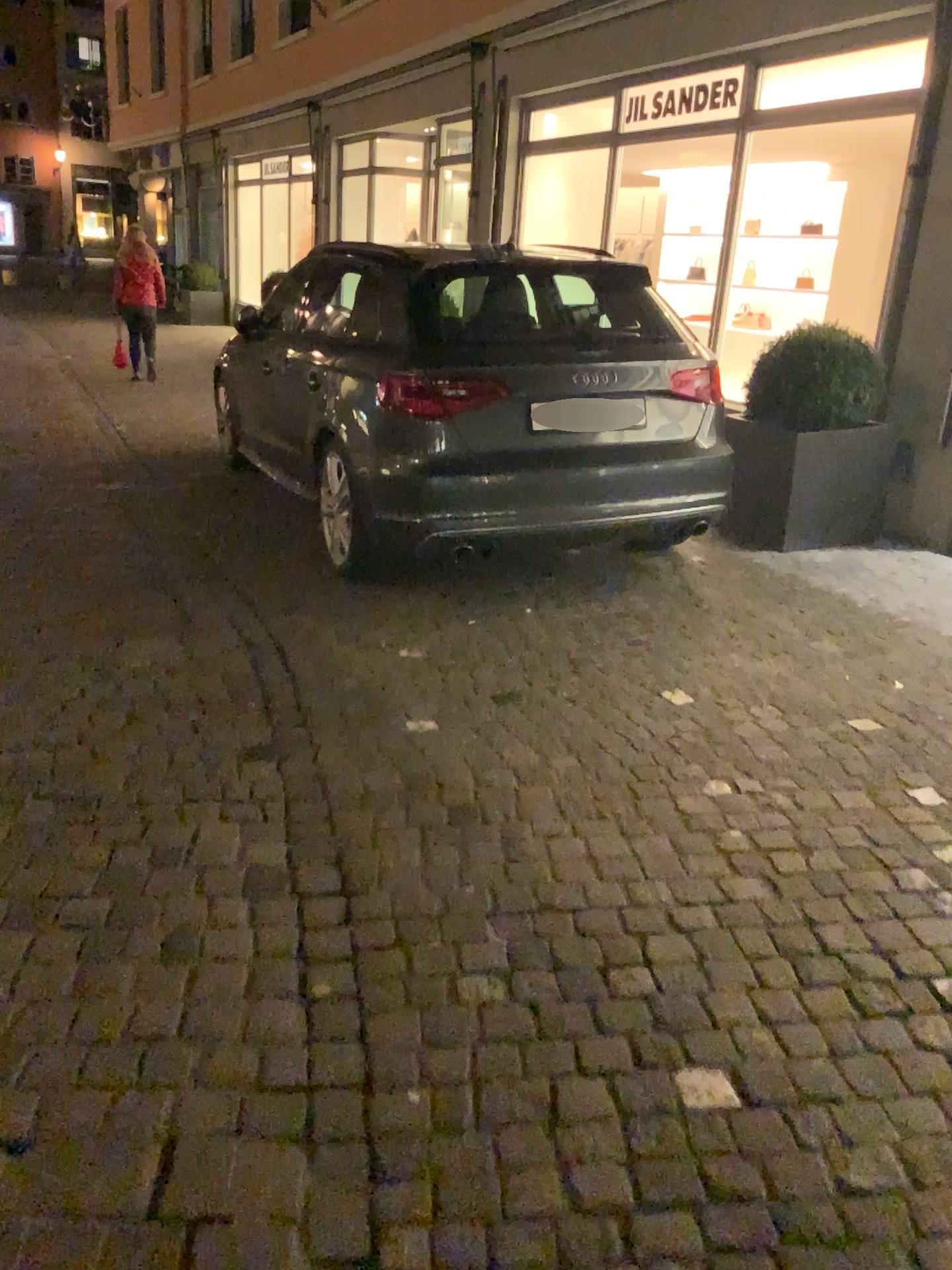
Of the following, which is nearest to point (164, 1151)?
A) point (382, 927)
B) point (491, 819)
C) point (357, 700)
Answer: point (382, 927)
